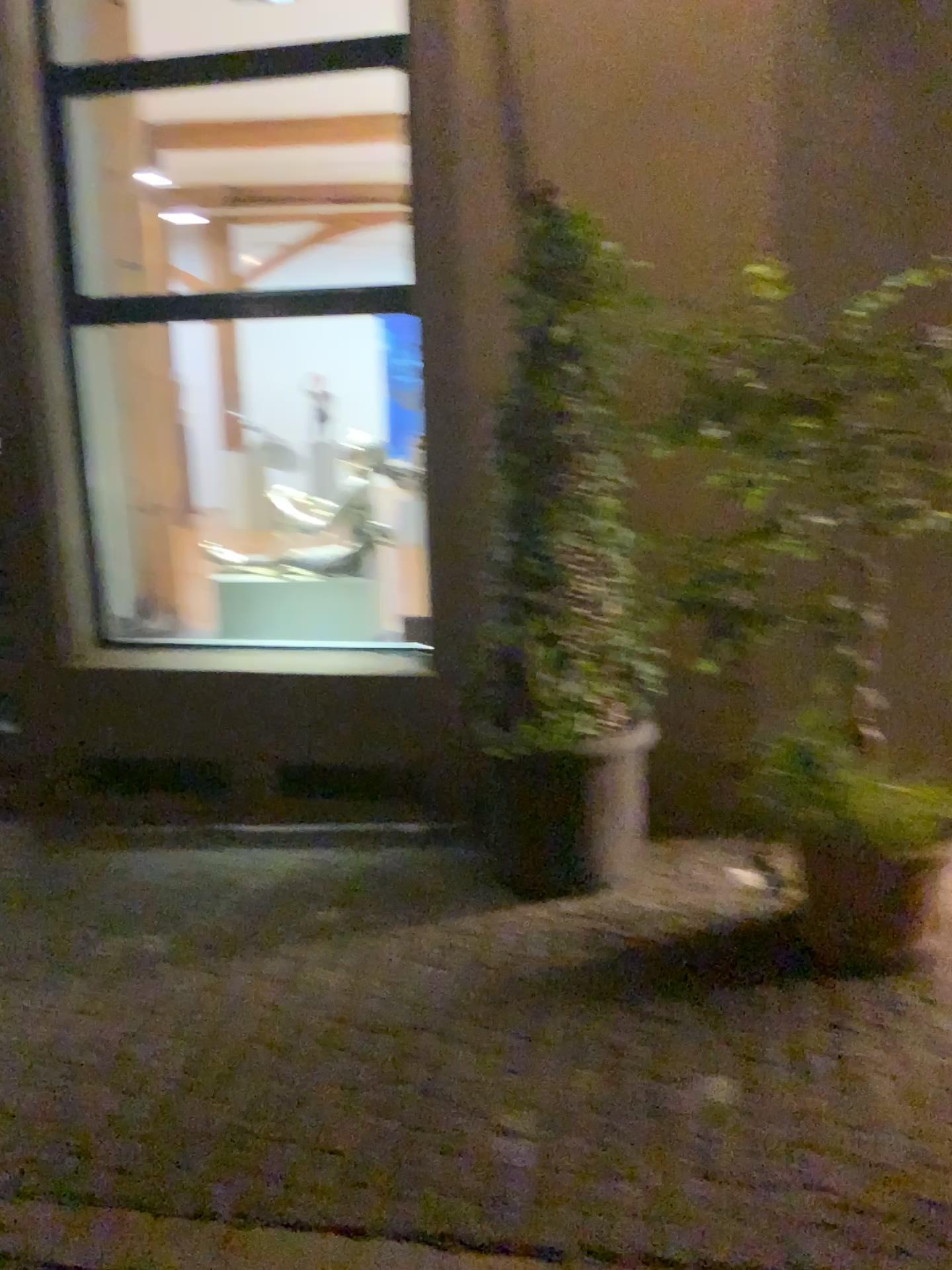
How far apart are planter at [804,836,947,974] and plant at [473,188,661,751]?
0.7m

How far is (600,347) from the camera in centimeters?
323cm

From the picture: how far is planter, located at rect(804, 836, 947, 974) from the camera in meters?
2.8 m

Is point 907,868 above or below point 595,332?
below

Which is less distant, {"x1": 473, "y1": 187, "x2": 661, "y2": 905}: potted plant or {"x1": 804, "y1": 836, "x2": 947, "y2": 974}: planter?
{"x1": 804, "y1": 836, "x2": 947, "y2": 974}: planter

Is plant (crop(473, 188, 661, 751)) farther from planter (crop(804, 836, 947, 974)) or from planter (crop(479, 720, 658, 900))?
planter (crop(804, 836, 947, 974))

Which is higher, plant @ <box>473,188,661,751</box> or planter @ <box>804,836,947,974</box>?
plant @ <box>473,188,661,751</box>

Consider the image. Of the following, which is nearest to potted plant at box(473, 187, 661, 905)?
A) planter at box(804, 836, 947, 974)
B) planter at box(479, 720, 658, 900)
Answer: planter at box(479, 720, 658, 900)

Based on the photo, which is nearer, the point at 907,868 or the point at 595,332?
the point at 907,868

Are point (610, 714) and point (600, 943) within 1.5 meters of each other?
yes
